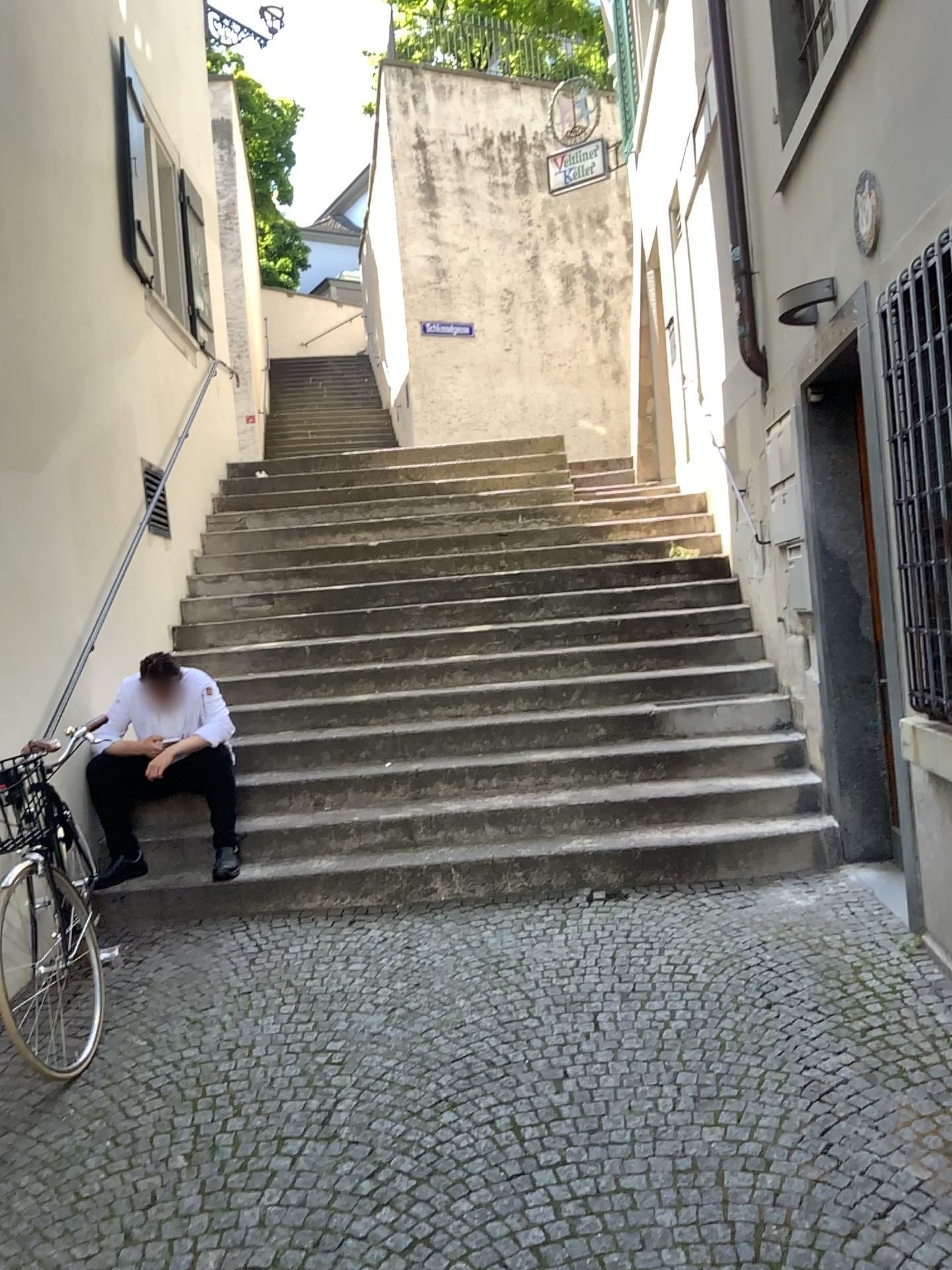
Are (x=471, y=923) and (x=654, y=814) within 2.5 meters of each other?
yes
